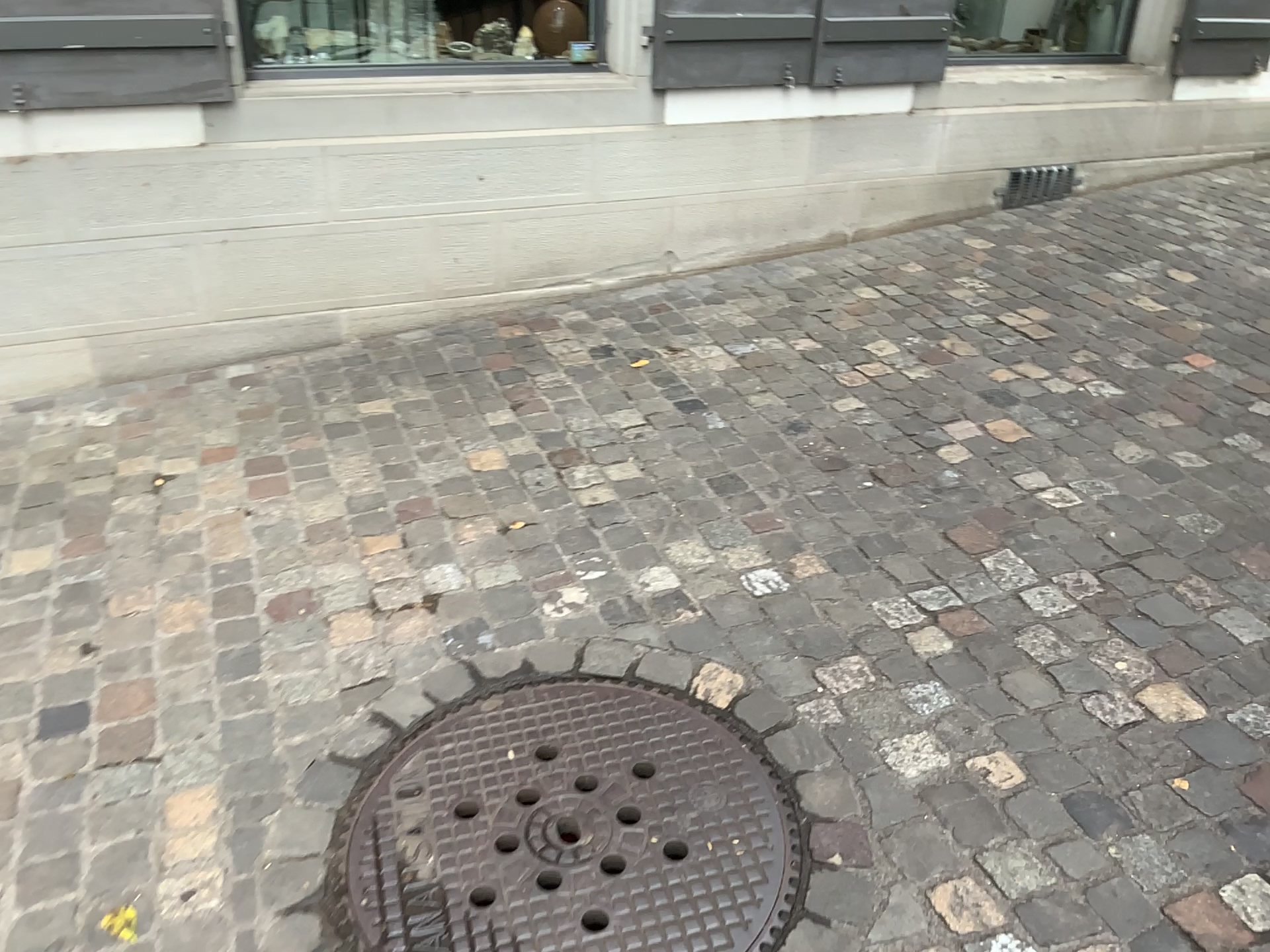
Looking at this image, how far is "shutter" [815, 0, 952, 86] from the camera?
3.8 meters

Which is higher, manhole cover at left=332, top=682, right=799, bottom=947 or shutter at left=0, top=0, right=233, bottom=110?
shutter at left=0, top=0, right=233, bottom=110

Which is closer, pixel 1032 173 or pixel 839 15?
pixel 839 15

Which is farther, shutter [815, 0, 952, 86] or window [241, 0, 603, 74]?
shutter [815, 0, 952, 86]

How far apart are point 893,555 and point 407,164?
2.0 meters

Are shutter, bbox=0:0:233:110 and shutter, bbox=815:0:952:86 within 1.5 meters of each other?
no

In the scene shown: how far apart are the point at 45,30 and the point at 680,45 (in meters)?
1.87

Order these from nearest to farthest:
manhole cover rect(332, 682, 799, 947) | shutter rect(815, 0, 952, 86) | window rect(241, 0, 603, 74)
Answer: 1. manhole cover rect(332, 682, 799, 947)
2. window rect(241, 0, 603, 74)
3. shutter rect(815, 0, 952, 86)

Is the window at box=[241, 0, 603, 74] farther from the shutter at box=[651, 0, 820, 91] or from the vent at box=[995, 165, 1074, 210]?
the vent at box=[995, 165, 1074, 210]

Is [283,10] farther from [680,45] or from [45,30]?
[680,45]
